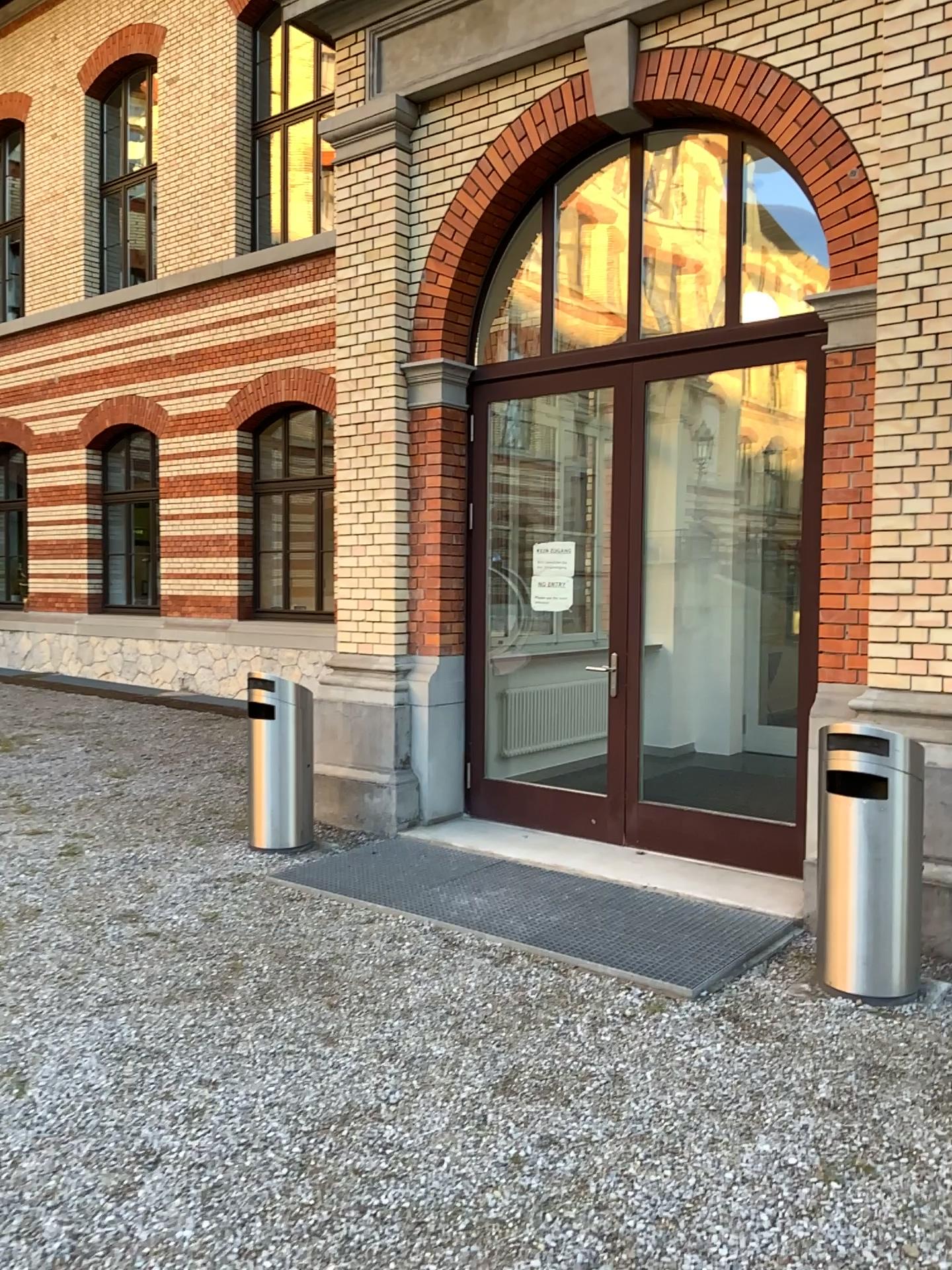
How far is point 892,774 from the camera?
3.8 meters

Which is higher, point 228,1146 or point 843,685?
point 843,685

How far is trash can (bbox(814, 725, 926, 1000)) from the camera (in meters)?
3.85
